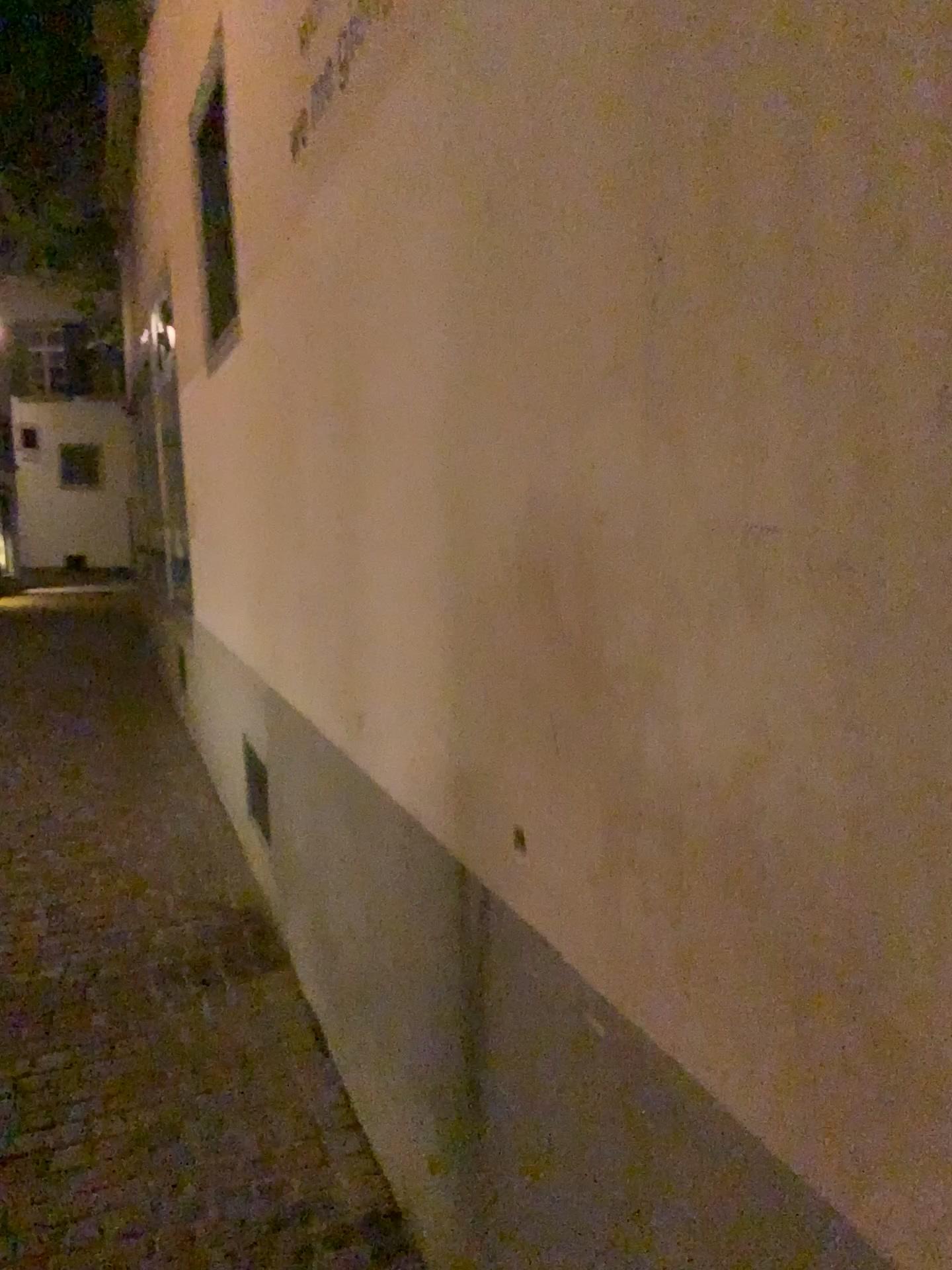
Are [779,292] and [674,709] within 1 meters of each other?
yes
